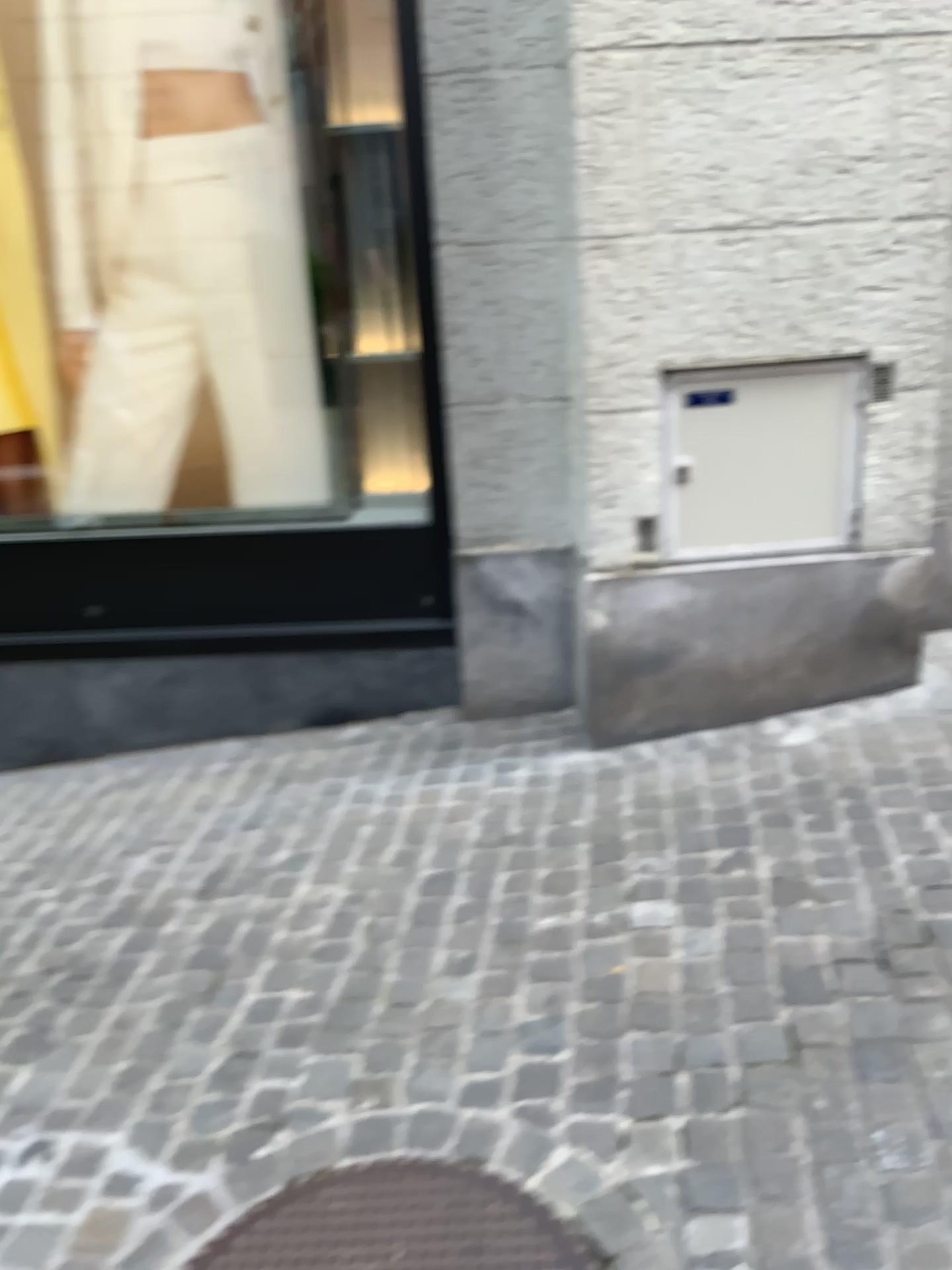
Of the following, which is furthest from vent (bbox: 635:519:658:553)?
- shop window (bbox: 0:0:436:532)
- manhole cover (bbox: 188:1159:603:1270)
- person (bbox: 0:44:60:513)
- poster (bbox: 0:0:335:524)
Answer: person (bbox: 0:44:60:513)

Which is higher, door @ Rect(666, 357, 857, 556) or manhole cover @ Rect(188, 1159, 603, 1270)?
door @ Rect(666, 357, 857, 556)

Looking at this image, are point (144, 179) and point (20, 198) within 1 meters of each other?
yes

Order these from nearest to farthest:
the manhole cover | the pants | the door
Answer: the manhole cover
the door
the pants

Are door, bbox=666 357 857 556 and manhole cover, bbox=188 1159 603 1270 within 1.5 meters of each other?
no

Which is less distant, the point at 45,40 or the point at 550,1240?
the point at 550,1240

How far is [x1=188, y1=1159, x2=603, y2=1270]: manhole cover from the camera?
1.7 meters

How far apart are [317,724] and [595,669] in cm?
107

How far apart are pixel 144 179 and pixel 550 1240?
3.04m

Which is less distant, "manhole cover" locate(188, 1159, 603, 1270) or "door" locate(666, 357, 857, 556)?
"manhole cover" locate(188, 1159, 603, 1270)
